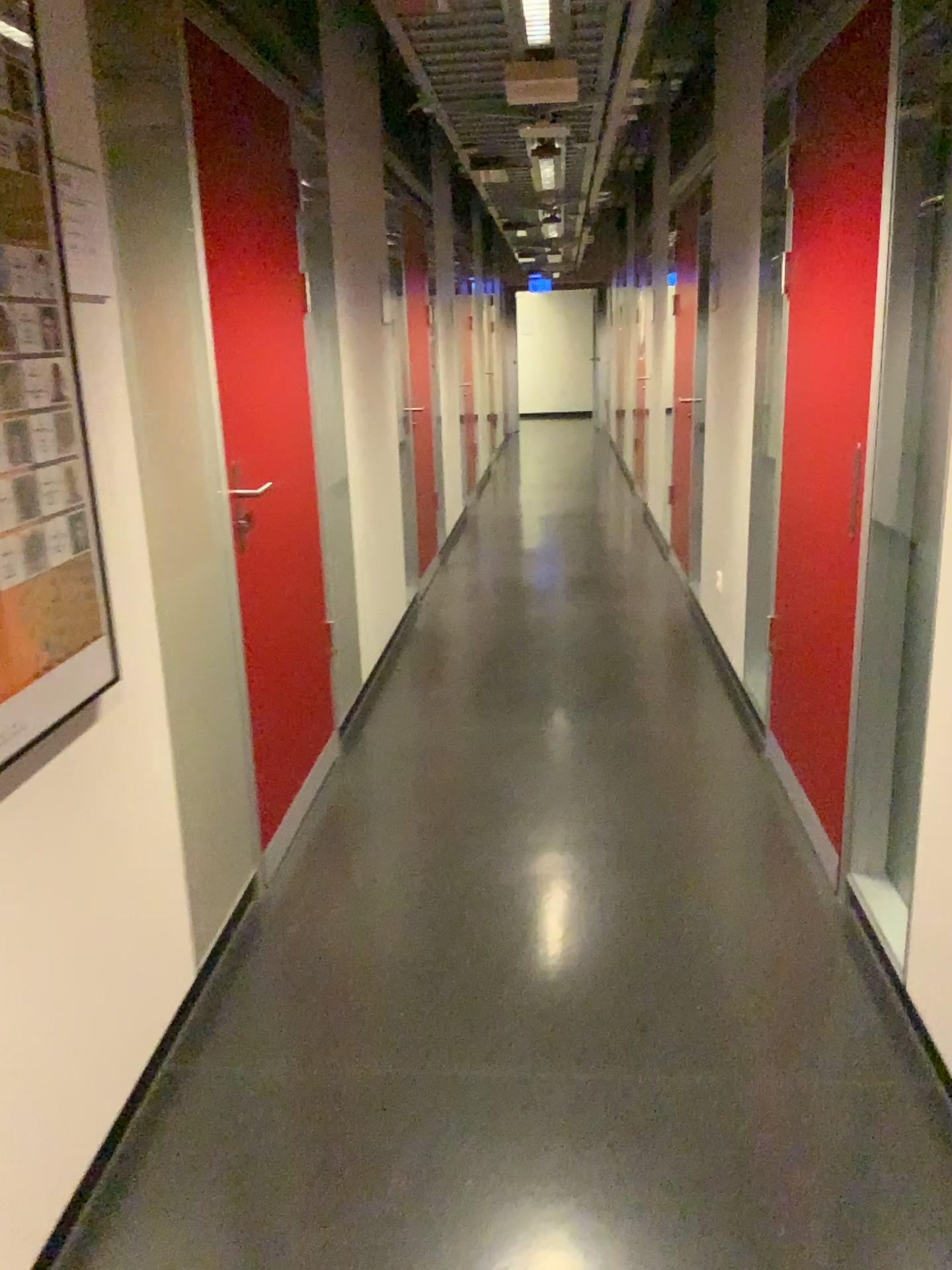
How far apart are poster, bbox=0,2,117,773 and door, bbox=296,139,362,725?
1.97m

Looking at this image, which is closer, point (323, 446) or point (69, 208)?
point (69, 208)

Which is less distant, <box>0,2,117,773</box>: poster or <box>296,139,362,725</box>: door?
<box>0,2,117,773</box>: poster

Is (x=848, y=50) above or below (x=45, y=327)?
above

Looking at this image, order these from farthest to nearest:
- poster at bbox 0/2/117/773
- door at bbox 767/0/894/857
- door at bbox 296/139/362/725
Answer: door at bbox 296/139/362/725 → door at bbox 767/0/894/857 → poster at bbox 0/2/117/773

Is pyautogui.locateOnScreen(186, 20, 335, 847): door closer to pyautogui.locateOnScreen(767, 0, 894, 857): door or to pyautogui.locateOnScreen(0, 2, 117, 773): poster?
pyautogui.locateOnScreen(0, 2, 117, 773): poster

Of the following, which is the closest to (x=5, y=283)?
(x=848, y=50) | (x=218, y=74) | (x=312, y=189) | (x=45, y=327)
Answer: (x=45, y=327)

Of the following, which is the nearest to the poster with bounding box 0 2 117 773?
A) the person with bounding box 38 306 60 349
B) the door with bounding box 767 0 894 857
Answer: the person with bounding box 38 306 60 349

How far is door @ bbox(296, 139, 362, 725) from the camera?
3.73m

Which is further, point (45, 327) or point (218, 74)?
point (218, 74)
